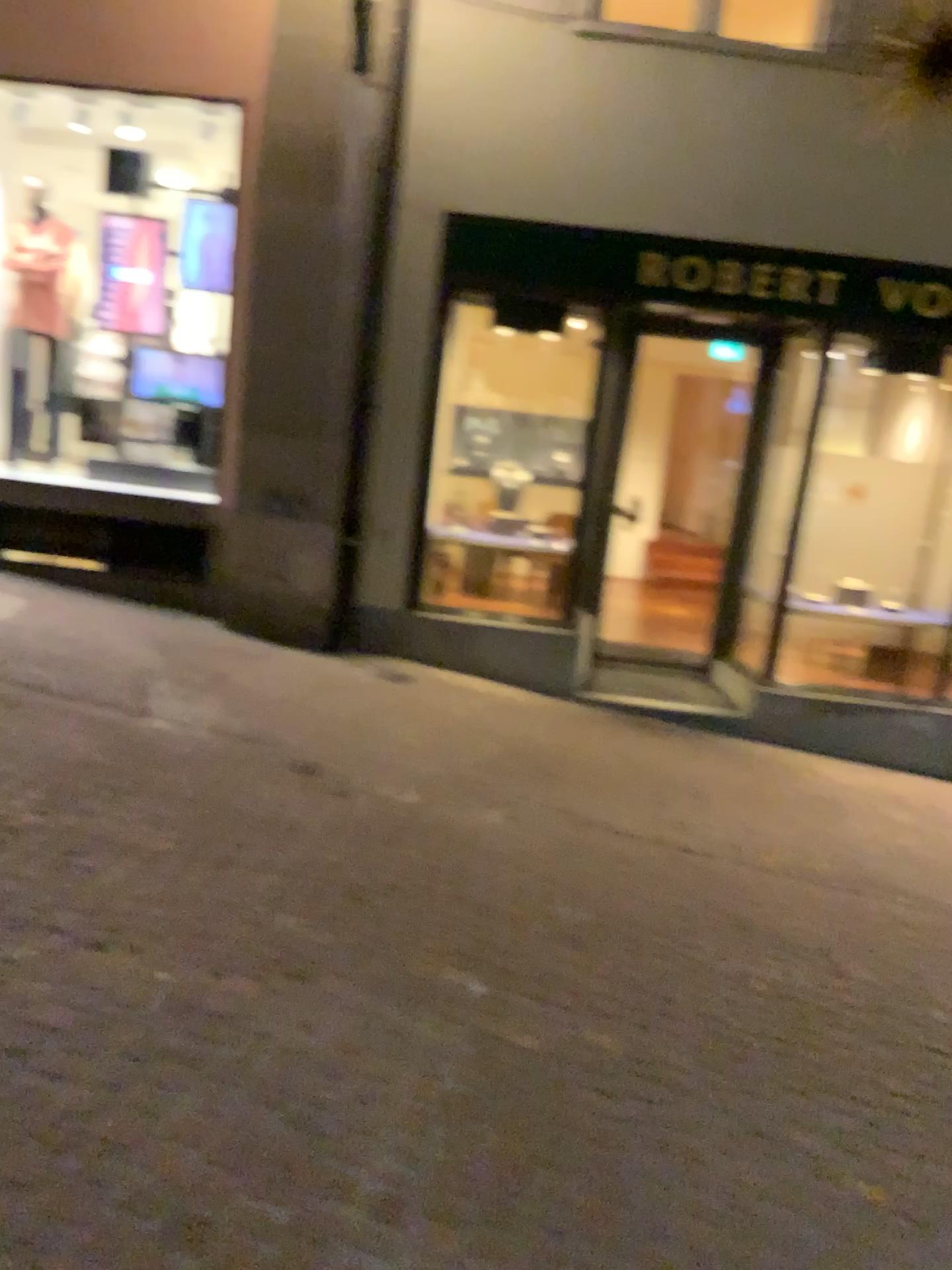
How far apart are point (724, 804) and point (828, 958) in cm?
164
